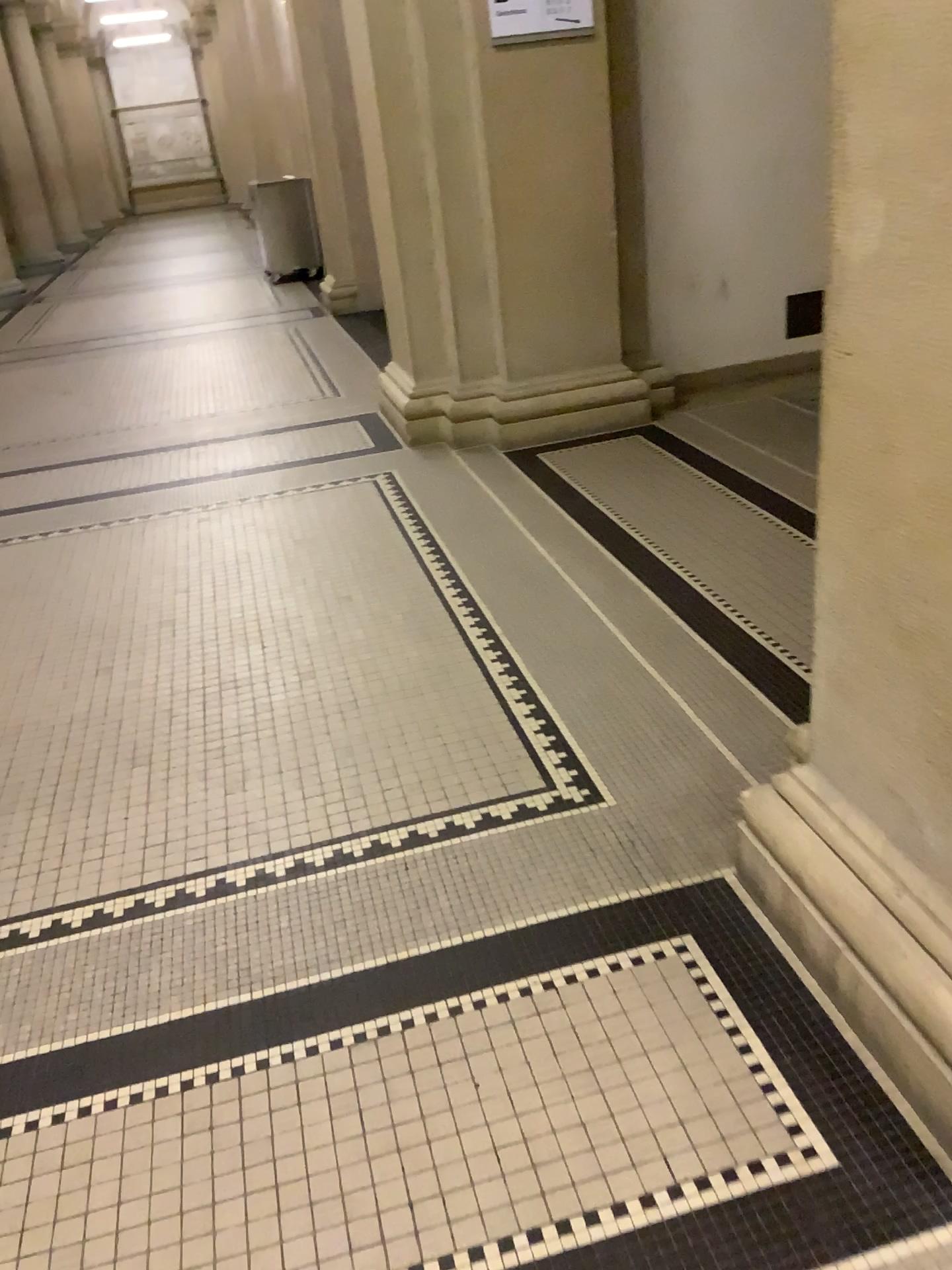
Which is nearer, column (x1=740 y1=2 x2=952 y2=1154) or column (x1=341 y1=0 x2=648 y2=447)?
column (x1=740 y1=2 x2=952 y2=1154)

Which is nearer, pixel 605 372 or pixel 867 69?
pixel 867 69

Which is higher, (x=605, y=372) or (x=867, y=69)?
(x=867, y=69)

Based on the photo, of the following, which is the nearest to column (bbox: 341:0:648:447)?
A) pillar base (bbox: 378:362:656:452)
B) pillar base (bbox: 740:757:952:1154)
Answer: pillar base (bbox: 378:362:656:452)

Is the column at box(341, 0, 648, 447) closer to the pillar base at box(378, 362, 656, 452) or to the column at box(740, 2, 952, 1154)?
the pillar base at box(378, 362, 656, 452)

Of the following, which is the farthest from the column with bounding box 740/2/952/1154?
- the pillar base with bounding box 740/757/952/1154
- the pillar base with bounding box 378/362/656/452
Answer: the pillar base with bounding box 378/362/656/452

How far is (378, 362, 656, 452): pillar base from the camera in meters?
4.8

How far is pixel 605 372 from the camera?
4.8 meters

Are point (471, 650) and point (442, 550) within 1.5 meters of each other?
yes

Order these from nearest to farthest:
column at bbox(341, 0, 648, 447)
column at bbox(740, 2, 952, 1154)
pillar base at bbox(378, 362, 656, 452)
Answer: column at bbox(740, 2, 952, 1154) < column at bbox(341, 0, 648, 447) < pillar base at bbox(378, 362, 656, 452)
